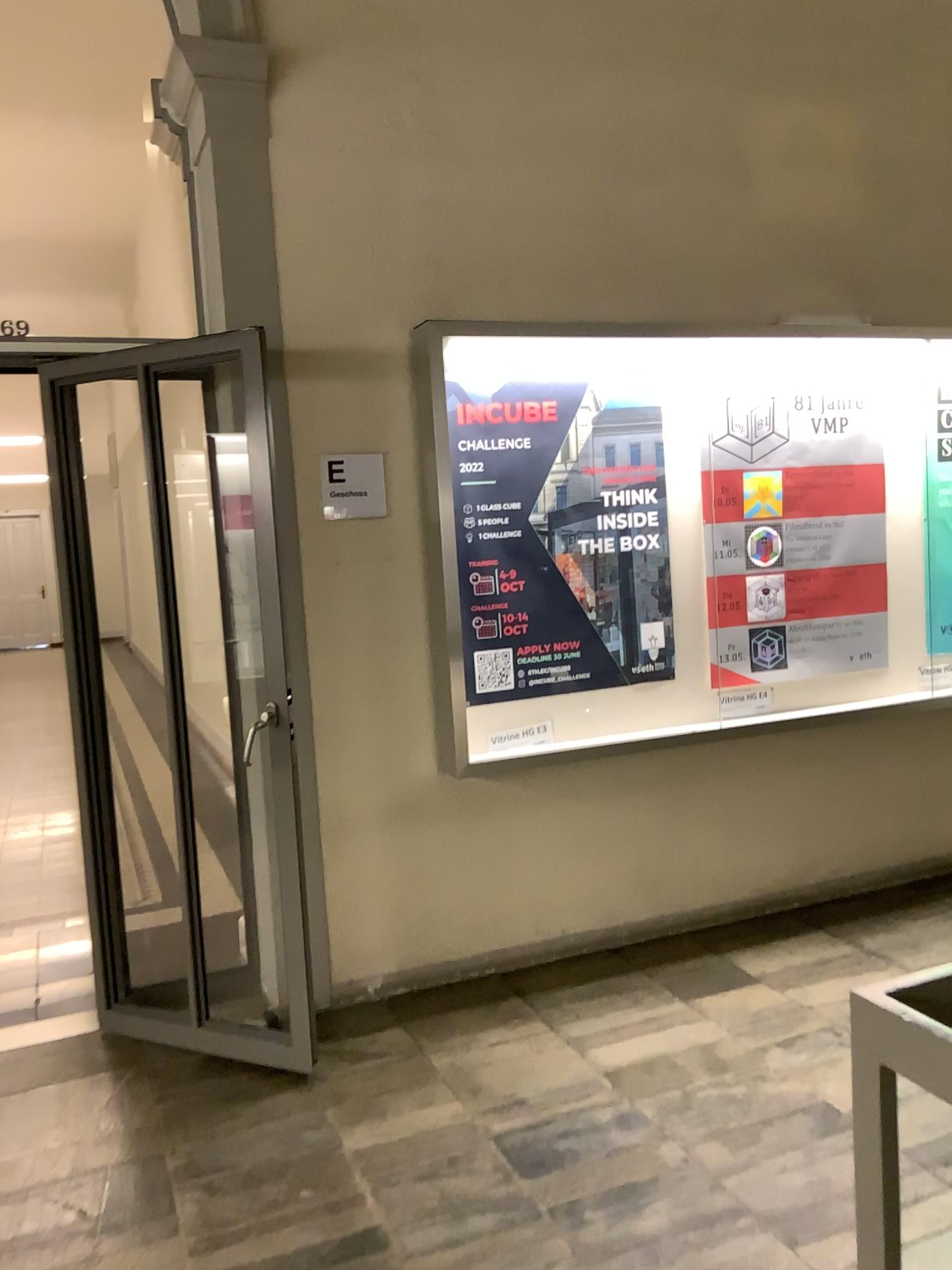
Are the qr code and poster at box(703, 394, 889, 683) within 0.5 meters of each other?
no

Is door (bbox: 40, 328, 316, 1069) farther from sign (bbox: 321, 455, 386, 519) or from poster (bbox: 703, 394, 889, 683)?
poster (bbox: 703, 394, 889, 683)

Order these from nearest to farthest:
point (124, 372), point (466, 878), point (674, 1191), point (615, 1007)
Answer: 1. point (674, 1191)
2. point (124, 372)
3. point (615, 1007)
4. point (466, 878)

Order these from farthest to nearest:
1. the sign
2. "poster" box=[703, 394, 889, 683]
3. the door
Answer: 1. "poster" box=[703, 394, 889, 683]
2. the sign
3. the door

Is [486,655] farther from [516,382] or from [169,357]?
[169,357]

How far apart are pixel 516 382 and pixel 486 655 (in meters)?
0.93

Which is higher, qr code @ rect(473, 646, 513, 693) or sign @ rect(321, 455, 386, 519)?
sign @ rect(321, 455, 386, 519)

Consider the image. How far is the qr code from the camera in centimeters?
361cm

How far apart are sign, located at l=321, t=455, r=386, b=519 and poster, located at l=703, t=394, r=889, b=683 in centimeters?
125cm

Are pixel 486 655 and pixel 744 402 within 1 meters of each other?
no
